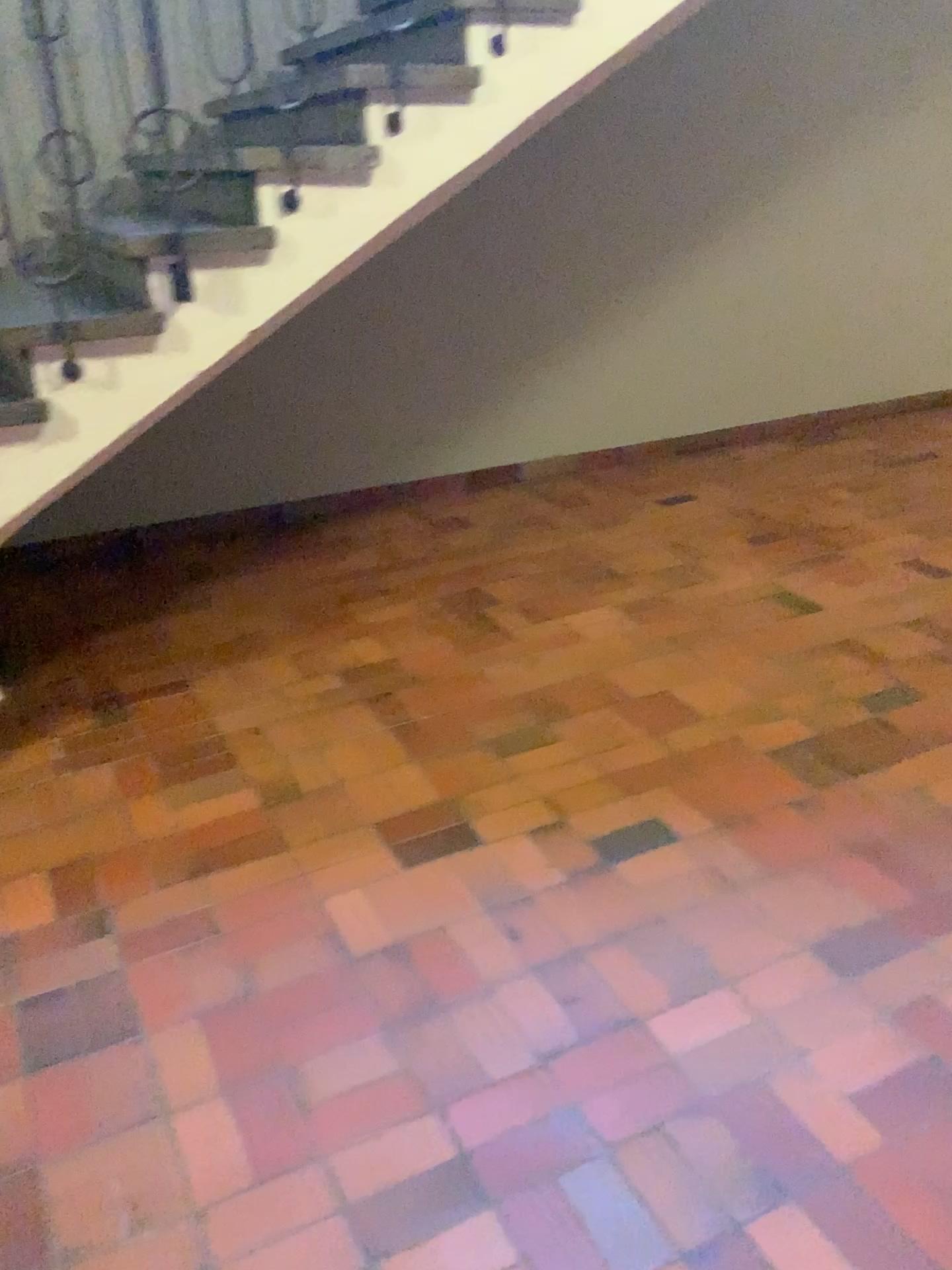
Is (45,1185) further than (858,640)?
No

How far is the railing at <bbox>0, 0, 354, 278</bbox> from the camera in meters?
3.7

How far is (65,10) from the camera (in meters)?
3.66
